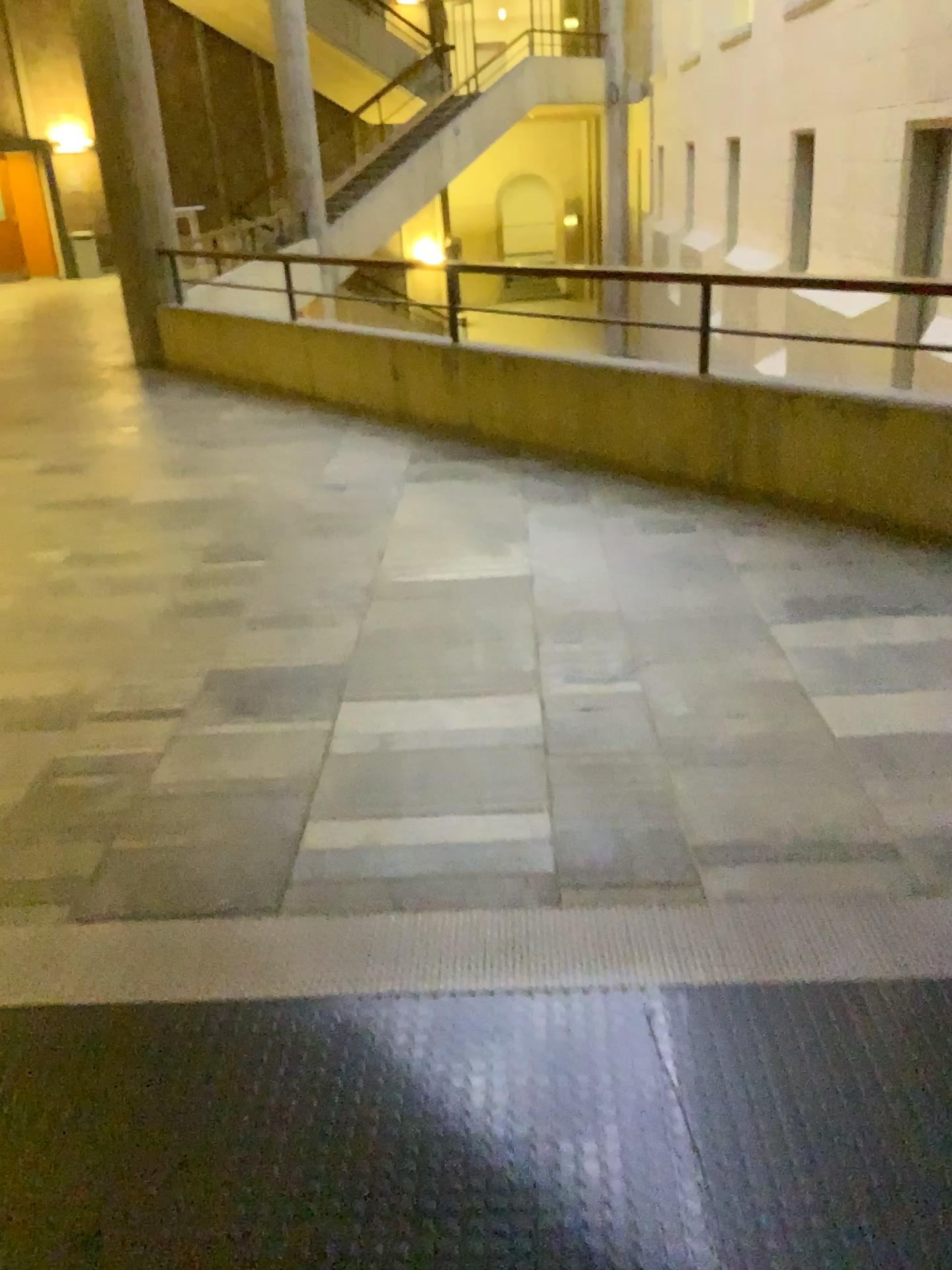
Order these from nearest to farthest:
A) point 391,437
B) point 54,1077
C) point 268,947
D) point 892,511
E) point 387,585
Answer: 1. point 54,1077
2. point 268,947
3. point 387,585
4. point 892,511
5. point 391,437
